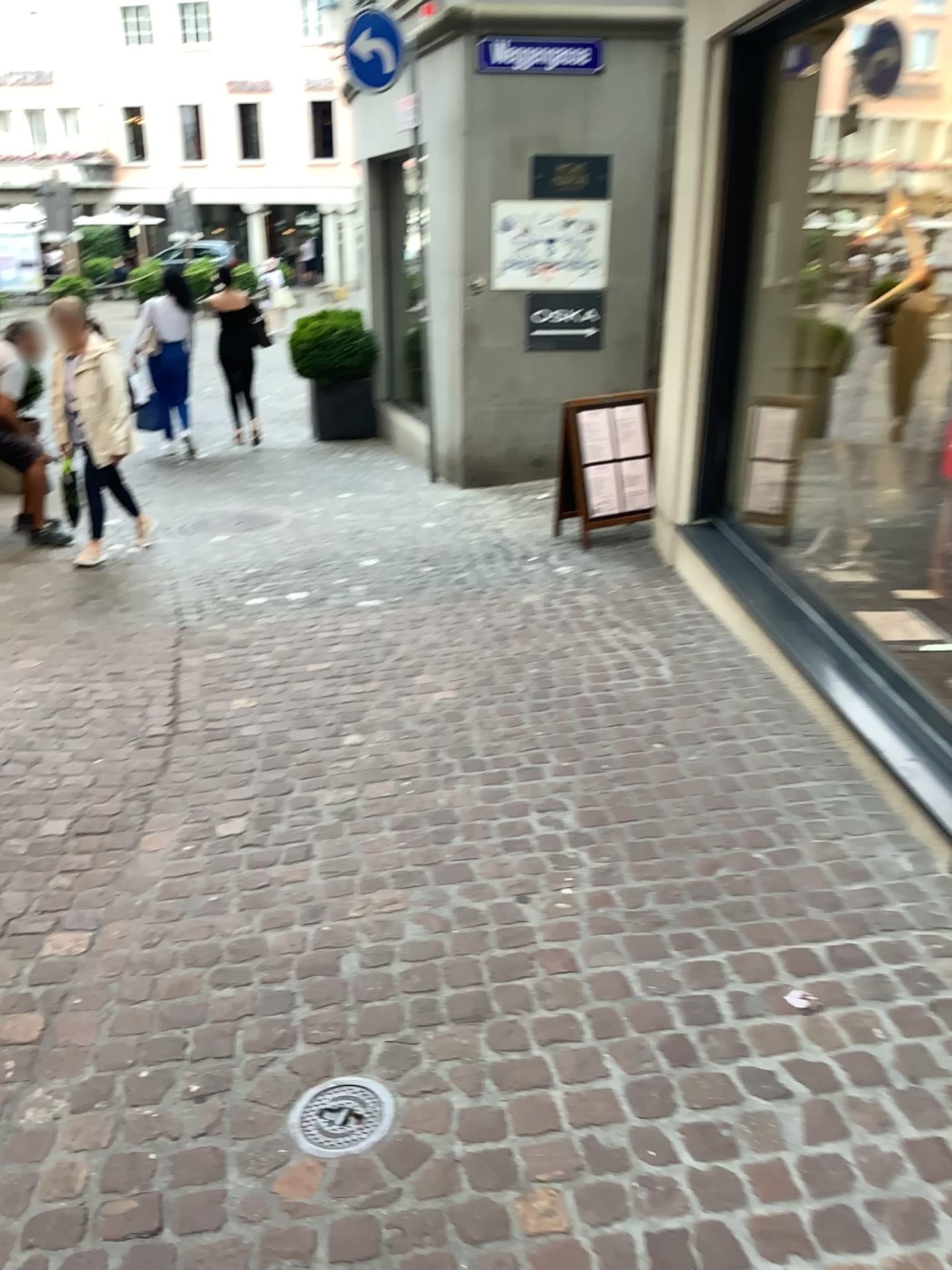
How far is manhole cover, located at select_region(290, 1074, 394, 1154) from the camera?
2.0 meters

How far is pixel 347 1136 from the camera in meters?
2.0

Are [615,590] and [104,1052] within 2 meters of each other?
no
